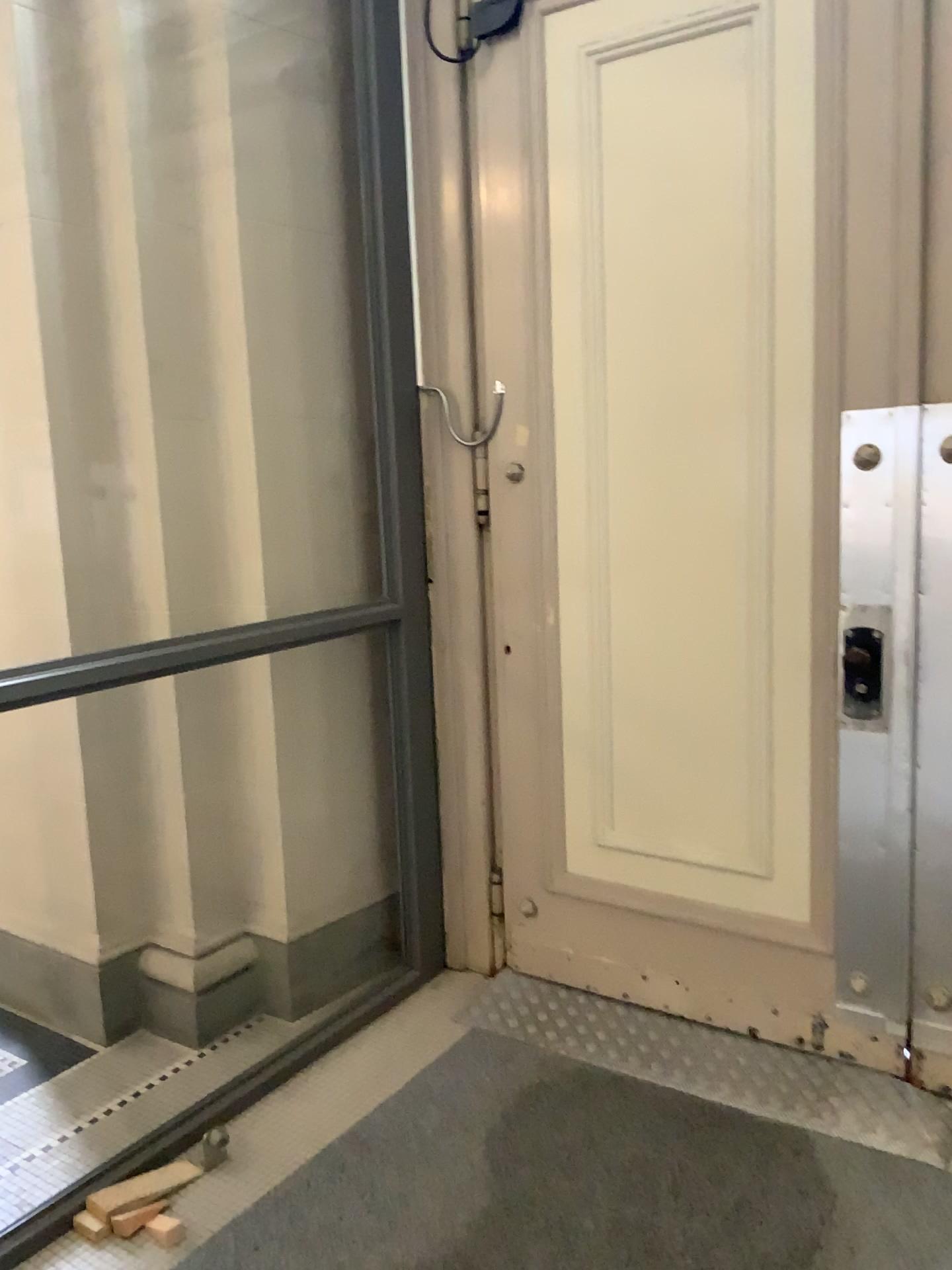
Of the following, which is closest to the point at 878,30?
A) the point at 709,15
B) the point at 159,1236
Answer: the point at 709,15

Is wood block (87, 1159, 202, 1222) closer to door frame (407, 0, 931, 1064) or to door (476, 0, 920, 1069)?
door (476, 0, 920, 1069)

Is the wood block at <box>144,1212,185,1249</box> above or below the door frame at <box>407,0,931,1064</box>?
below

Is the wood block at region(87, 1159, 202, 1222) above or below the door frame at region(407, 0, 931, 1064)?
below

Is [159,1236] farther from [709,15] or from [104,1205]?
[709,15]

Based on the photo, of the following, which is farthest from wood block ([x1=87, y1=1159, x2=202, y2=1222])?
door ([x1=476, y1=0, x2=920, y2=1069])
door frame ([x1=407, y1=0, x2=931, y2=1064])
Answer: door frame ([x1=407, y1=0, x2=931, y2=1064])

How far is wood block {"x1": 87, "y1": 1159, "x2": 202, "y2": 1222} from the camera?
2.2 meters

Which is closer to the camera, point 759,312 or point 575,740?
point 759,312

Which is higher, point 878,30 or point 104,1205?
point 878,30

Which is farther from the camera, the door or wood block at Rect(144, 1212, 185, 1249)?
the door
